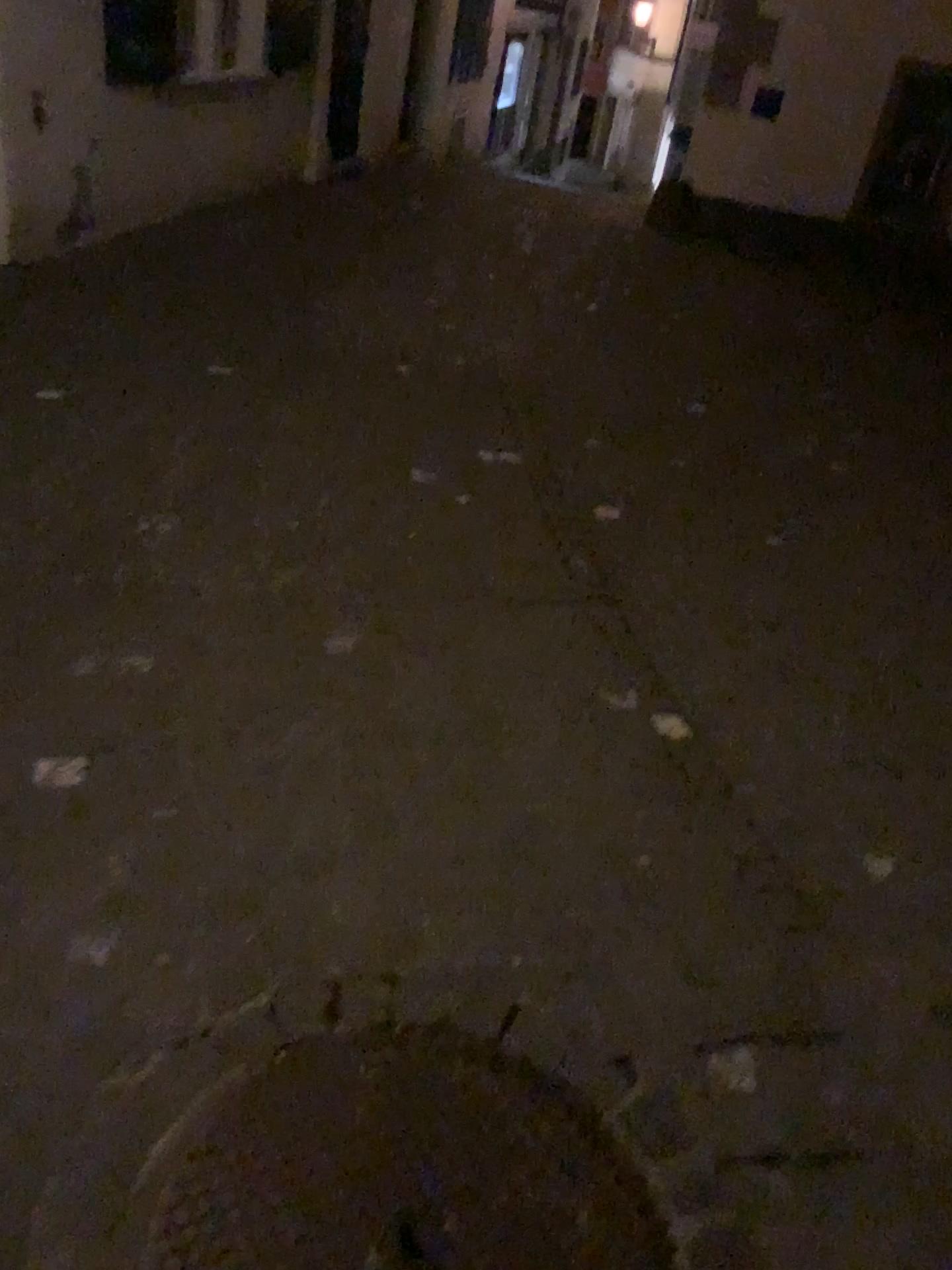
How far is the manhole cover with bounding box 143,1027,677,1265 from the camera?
1.4m

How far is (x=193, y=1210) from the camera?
1.37m

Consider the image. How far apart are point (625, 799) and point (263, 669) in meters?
1.0 m
